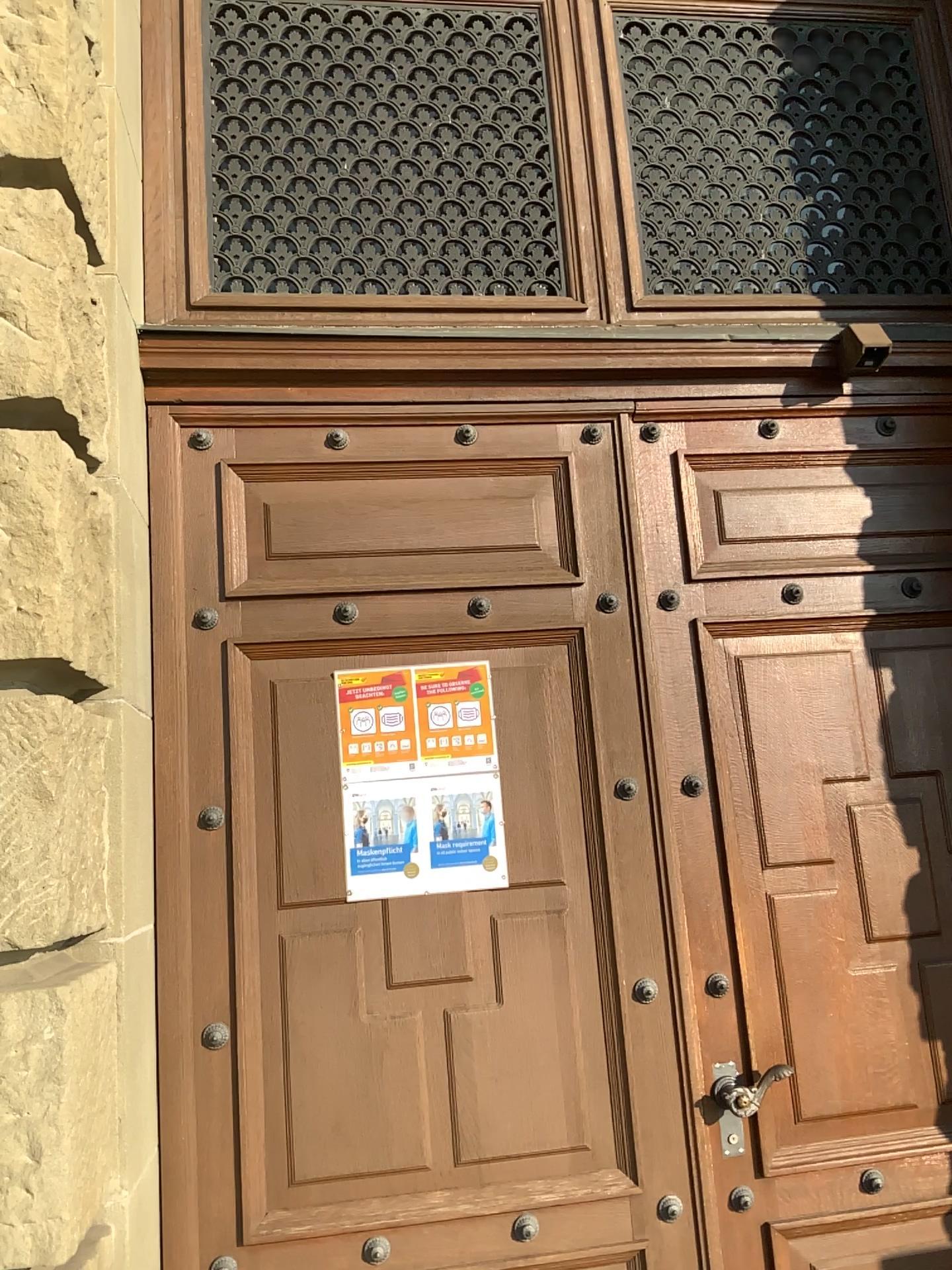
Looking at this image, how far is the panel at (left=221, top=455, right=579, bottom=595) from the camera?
2.9m

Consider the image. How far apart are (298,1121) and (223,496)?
1.6 meters

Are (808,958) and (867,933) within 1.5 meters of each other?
yes

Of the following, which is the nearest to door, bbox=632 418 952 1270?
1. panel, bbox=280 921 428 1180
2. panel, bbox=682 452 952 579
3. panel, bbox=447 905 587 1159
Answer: panel, bbox=682 452 952 579

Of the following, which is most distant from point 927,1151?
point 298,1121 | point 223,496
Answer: point 223,496

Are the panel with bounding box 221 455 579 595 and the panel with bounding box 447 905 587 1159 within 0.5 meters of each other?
no

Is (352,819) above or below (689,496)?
below

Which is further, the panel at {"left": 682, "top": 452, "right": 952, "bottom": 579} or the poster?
the panel at {"left": 682, "top": 452, "right": 952, "bottom": 579}

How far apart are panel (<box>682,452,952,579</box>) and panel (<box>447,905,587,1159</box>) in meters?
1.1 m

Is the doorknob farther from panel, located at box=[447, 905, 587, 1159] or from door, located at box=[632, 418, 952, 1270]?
panel, located at box=[447, 905, 587, 1159]
